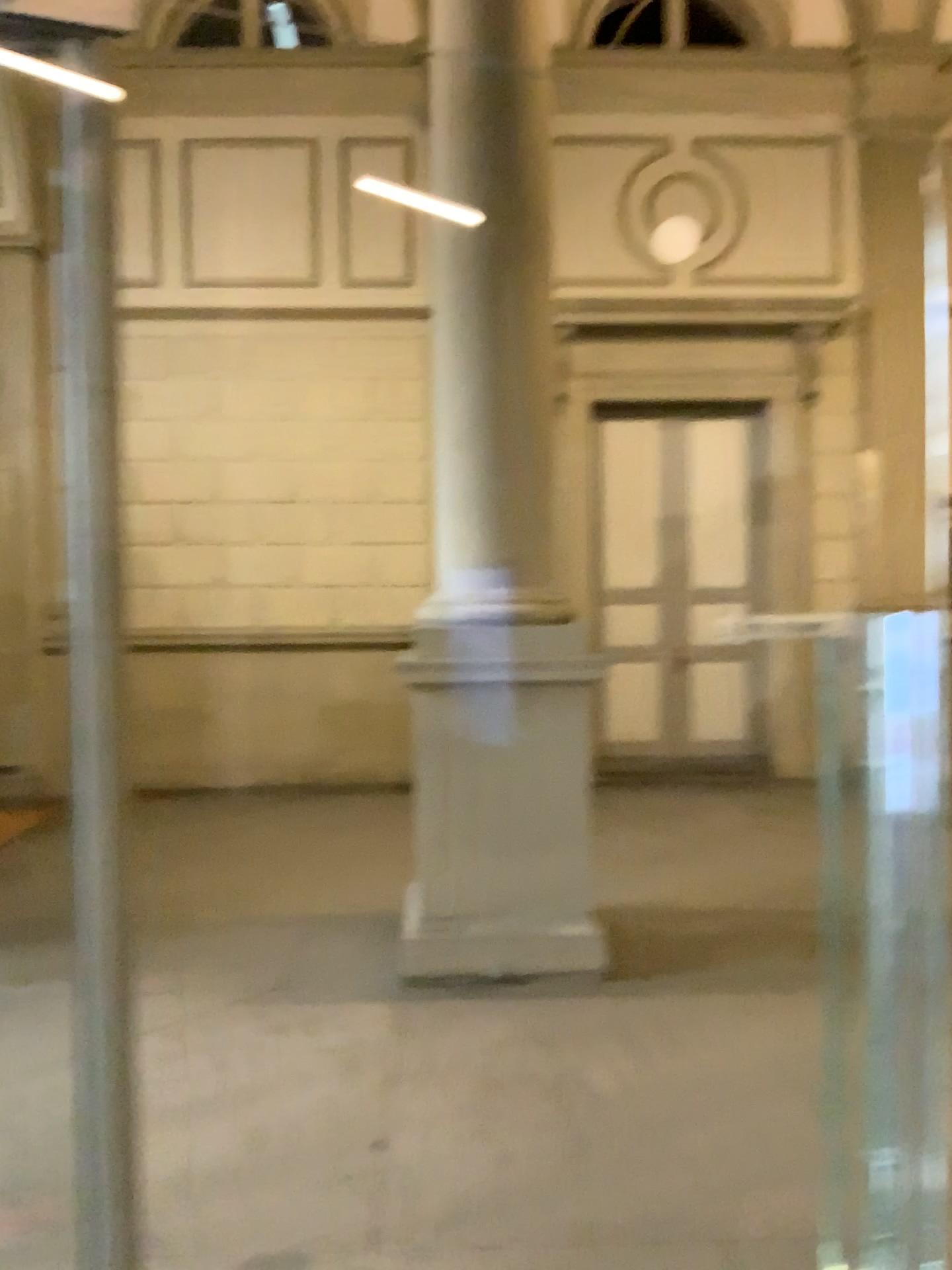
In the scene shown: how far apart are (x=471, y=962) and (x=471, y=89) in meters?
3.6

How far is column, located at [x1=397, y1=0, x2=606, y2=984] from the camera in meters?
4.4

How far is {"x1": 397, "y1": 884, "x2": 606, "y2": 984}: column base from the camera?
4.4m

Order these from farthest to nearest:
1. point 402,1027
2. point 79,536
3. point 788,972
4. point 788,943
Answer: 1. point 788,943
2. point 788,972
3. point 402,1027
4. point 79,536

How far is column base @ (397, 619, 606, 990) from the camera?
4.38m

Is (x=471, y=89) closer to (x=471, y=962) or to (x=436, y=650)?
(x=436, y=650)

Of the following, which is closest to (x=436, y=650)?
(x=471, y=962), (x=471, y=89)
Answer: (x=471, y=962)
